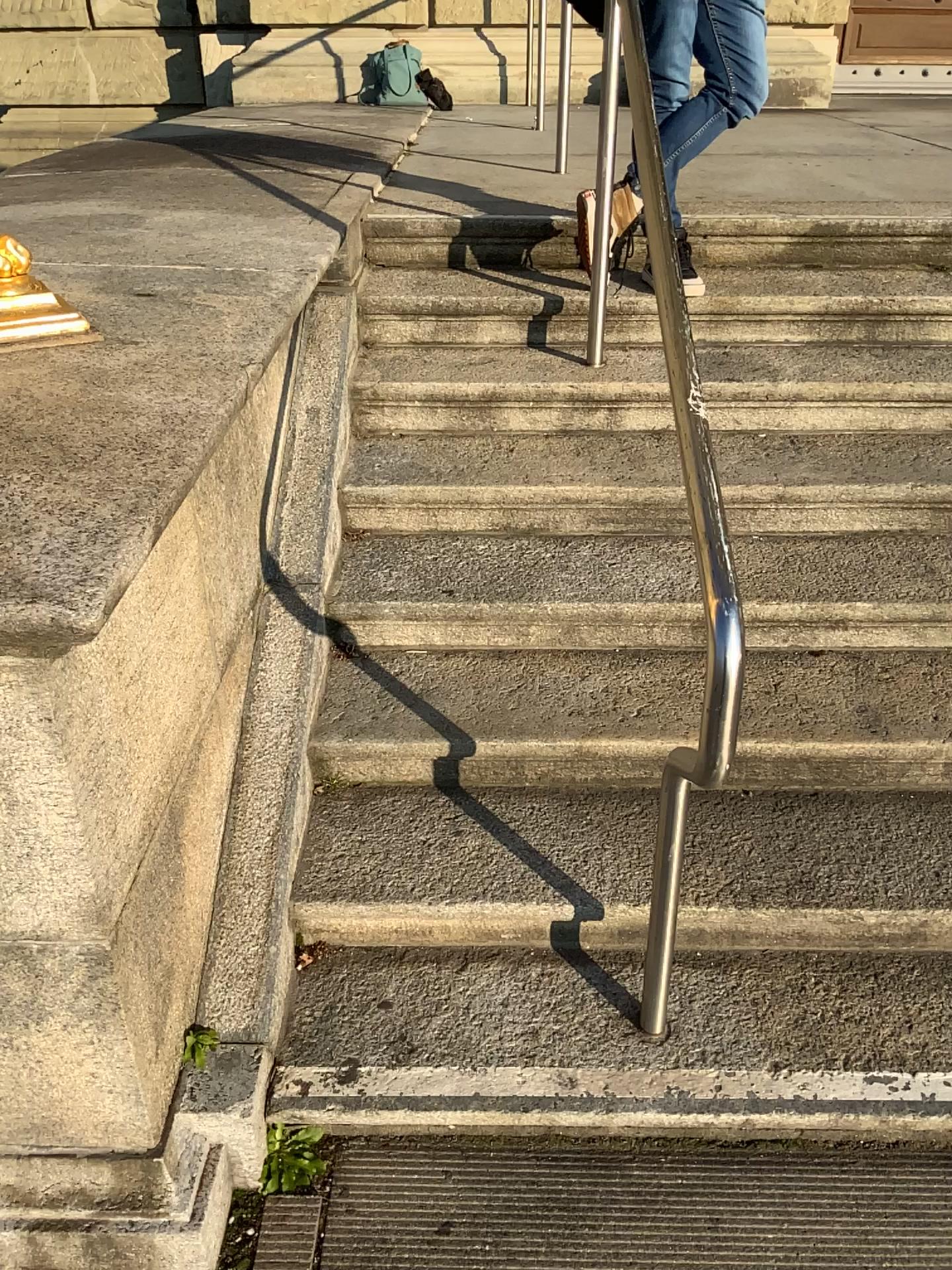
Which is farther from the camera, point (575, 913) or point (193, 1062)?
point (575, 913)

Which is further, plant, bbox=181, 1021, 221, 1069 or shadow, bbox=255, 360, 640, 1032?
shadow, bbox=255, 360, 640, 1032

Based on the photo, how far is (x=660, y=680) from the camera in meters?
2.2
